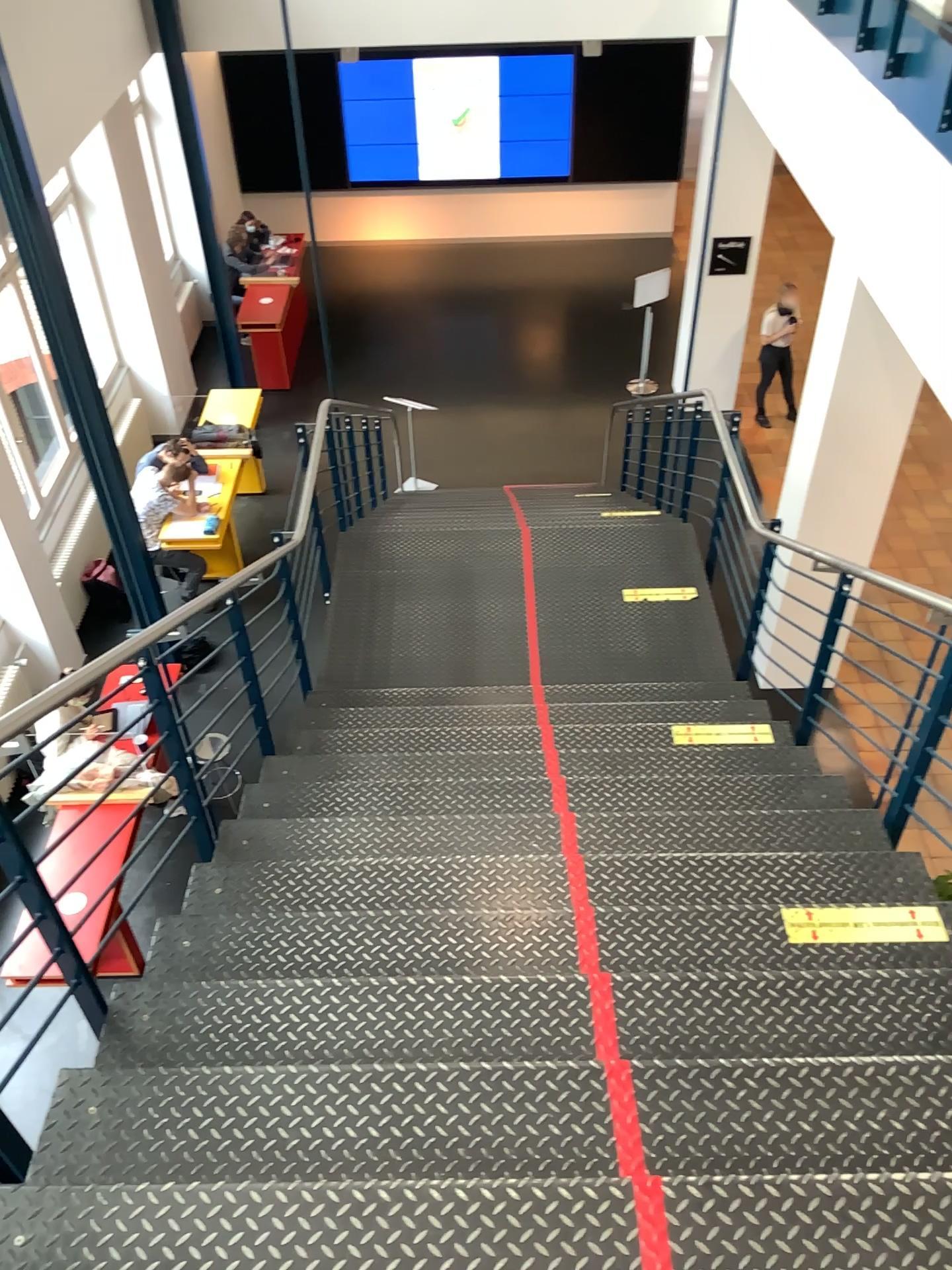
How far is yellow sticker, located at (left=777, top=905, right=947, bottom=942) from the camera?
2.7 meters

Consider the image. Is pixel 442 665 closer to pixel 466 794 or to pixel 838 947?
pixel 466 794

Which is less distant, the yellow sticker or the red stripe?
the red stripe

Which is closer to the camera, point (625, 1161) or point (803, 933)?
point (625, 1161)

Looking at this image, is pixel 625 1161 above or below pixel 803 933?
above

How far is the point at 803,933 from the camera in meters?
2.7

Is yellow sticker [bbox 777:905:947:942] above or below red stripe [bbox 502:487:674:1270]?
below
